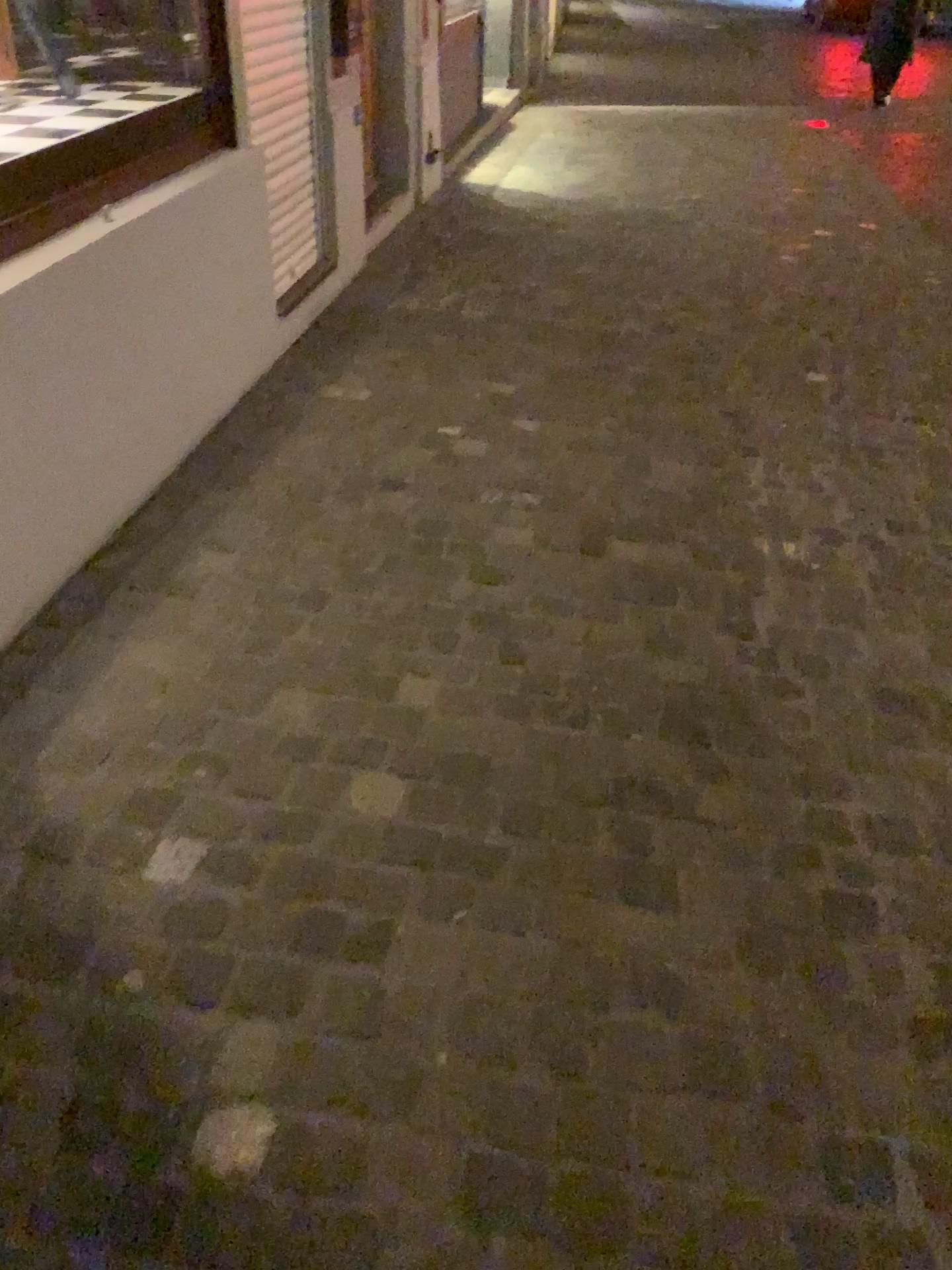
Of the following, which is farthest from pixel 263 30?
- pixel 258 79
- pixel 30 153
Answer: pixel 30 153

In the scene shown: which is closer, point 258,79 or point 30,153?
point 30,153

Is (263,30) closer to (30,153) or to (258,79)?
(258,79)

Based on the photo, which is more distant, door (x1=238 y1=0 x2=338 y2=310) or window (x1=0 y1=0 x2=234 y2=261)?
door (x1=238 y1=0 x2=338 y2=310)

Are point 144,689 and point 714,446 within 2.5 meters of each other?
yes

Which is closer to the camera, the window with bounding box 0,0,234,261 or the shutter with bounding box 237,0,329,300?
the window with bounding box 0,0,234,261
